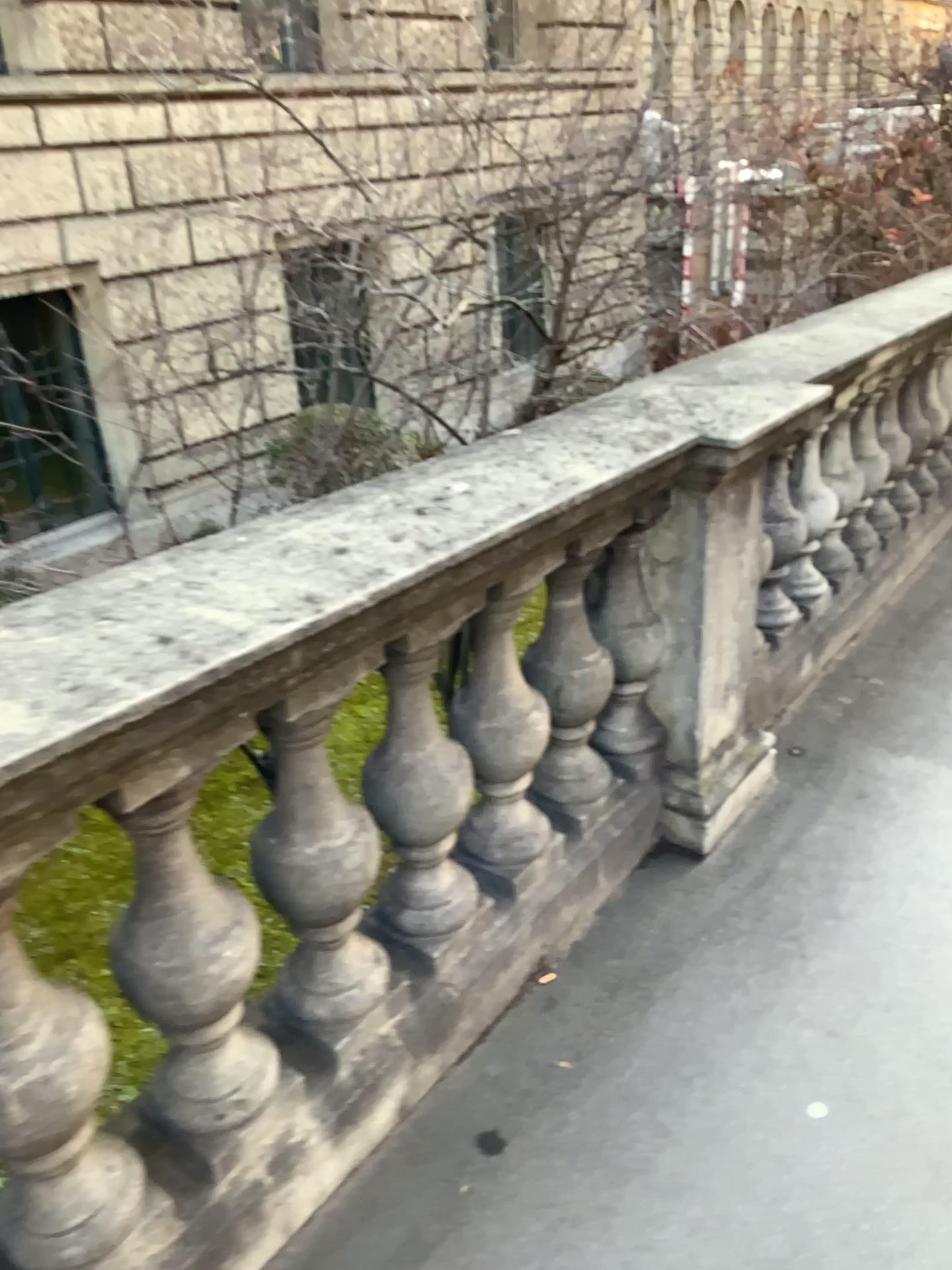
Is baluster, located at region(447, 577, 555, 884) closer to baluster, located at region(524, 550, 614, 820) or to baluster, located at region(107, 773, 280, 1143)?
baluster, located at region(524, 550, 614, 820)

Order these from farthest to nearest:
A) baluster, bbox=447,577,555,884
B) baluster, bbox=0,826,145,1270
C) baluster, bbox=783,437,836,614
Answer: baluster, bbox=783,437,836,614, baluster, bbox=447,577,555,884, baluster, bbox=0,826,145,1270

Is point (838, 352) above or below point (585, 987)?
above

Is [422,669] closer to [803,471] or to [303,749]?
[303,749]

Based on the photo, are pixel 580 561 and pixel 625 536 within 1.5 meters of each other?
yes

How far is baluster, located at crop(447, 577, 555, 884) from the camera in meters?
1.9 m

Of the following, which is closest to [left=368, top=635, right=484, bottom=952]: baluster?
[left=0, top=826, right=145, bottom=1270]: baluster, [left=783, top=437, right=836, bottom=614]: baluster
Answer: [left=0, top=826, right=145, bottom=1270]: baluster

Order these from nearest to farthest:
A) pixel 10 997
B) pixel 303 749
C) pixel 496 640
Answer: pixel 10 997 < pixel 303 749 < pixel 496 640

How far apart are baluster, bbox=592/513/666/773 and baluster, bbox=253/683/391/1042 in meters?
0.8 m

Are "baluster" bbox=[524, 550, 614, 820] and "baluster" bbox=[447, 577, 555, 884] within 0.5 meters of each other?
yes
